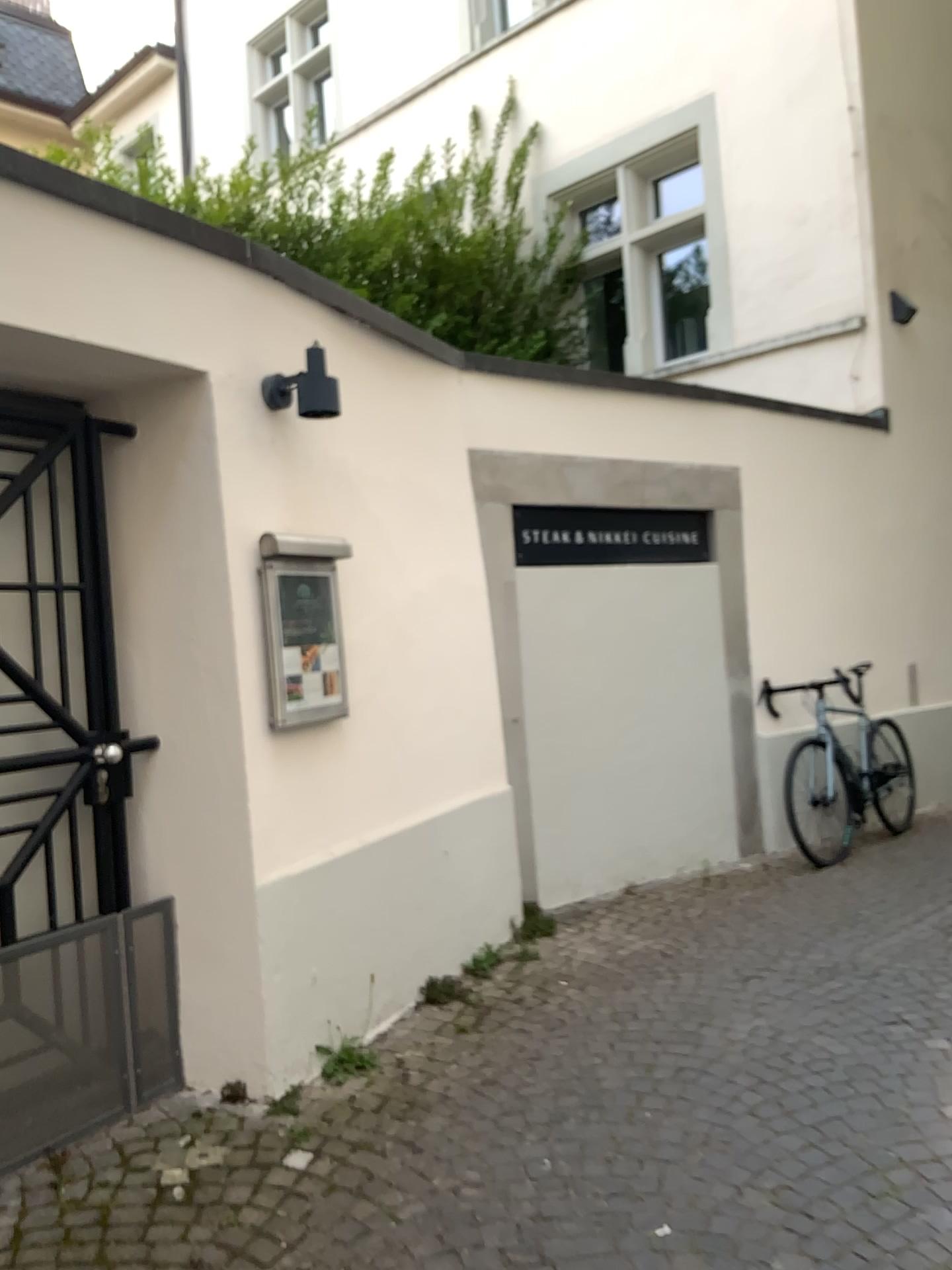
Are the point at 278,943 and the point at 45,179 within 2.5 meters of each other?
yes

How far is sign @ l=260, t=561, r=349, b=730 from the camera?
3.20m

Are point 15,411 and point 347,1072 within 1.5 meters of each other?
no

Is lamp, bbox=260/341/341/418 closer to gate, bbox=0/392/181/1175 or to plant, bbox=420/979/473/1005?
gate, bbox=0/392/181/1175

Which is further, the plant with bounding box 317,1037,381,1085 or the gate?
the plant with bounding box 317,1037,381,1085

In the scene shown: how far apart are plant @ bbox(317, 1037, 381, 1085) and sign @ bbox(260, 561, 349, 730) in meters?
1.0 m

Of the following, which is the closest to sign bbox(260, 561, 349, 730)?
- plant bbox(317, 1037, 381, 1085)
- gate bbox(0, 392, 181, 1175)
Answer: gate bbox(0, 392, 181, 1175)

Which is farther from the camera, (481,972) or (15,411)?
(481,972)

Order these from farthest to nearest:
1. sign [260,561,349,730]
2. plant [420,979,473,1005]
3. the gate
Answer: plant [420,979,473,1005], sign [260,561,349,730], the gate

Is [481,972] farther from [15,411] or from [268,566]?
[15,411]
